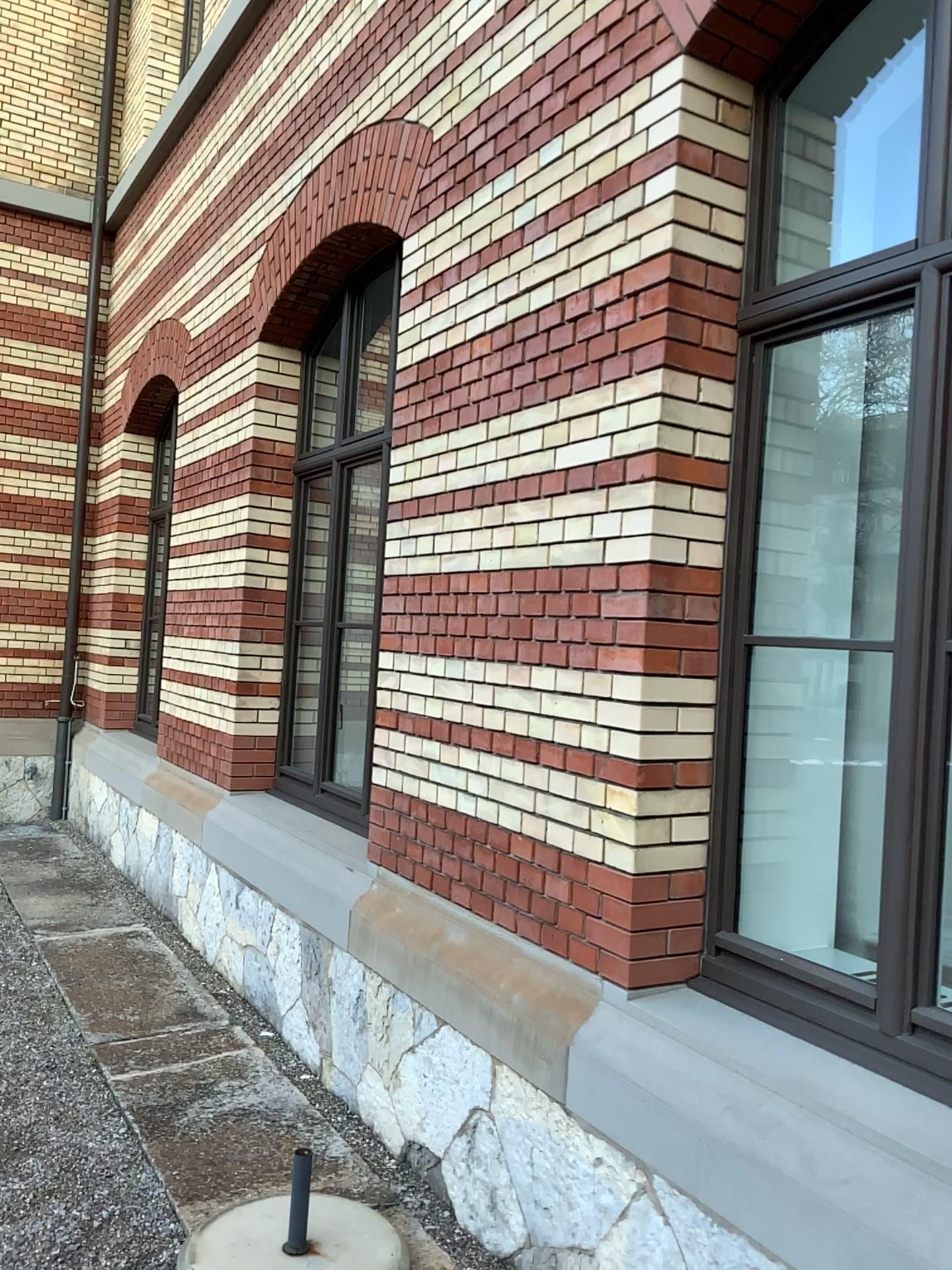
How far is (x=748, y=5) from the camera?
2.63m

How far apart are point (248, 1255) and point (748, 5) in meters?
3.4 m

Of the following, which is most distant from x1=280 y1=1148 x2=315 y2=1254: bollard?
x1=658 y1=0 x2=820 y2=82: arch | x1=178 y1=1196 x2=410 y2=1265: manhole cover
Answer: x1=658 y1=0 x2=820 y2=82: arch

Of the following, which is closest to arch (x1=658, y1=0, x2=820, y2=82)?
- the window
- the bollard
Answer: the window

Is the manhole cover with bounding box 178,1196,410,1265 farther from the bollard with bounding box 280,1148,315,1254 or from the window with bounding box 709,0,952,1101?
the window with bounding box 709,0,952,1101

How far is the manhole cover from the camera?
2.6 meters

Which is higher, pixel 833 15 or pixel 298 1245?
pixel 833 15

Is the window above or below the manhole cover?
above

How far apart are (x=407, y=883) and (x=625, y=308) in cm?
208

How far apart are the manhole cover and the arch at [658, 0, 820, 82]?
3.2 meters
